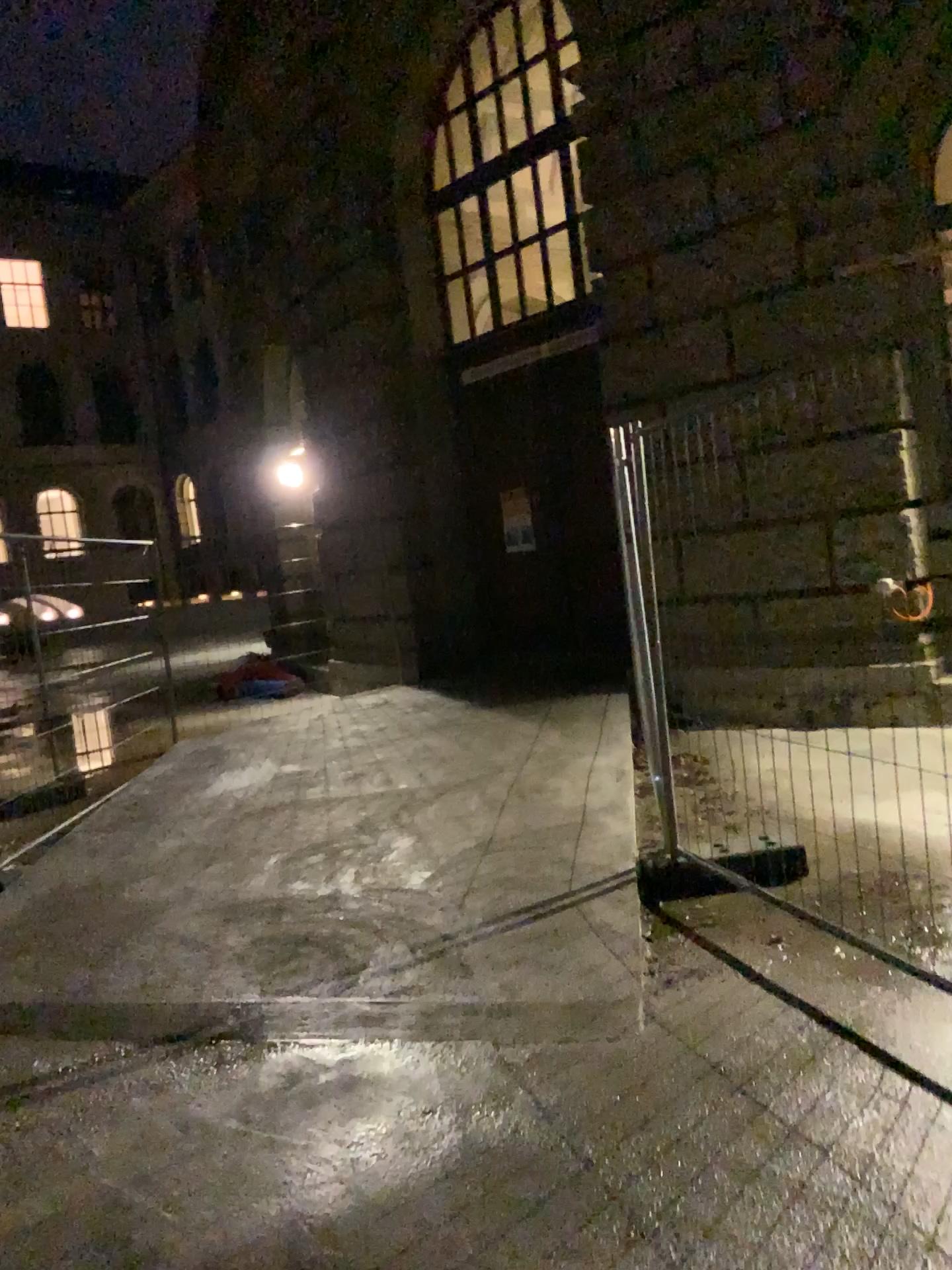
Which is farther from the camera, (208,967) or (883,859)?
(208,967)
